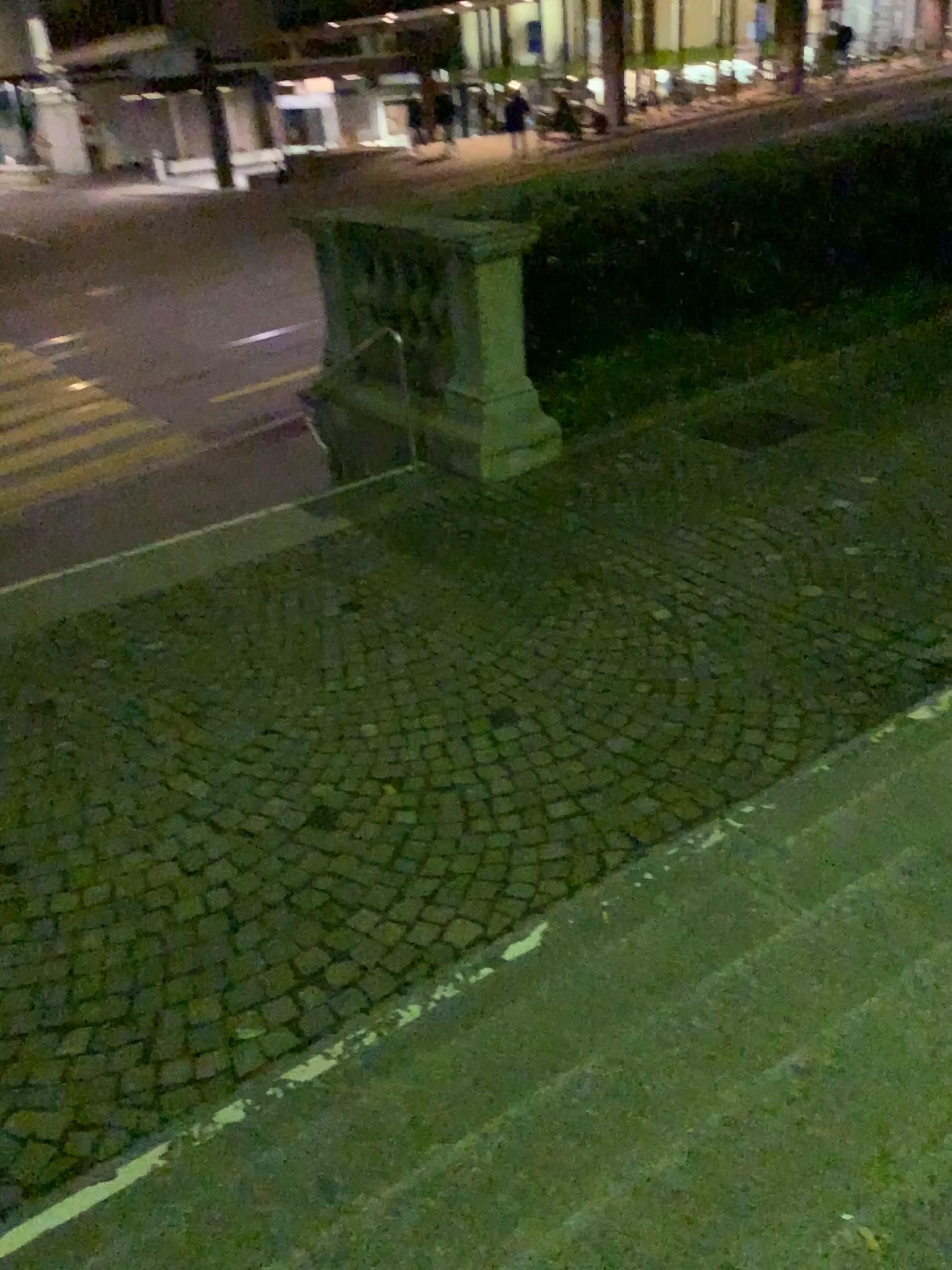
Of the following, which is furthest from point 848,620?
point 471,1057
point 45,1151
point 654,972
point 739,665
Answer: point 45,1151
